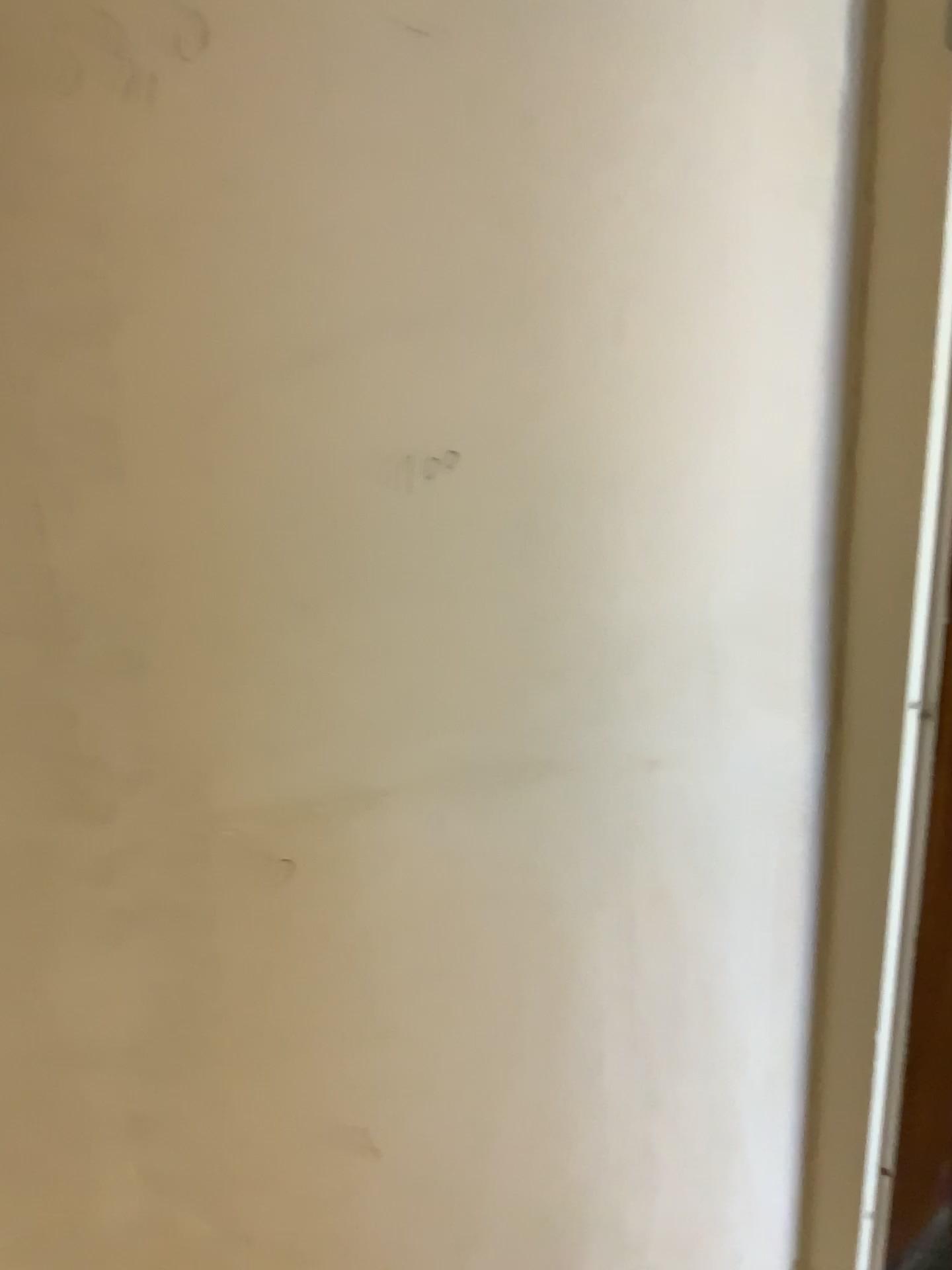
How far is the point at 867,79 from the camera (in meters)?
0.62

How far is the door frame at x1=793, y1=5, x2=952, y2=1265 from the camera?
0.62m

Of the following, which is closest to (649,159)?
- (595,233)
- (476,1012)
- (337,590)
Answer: (595,233)
